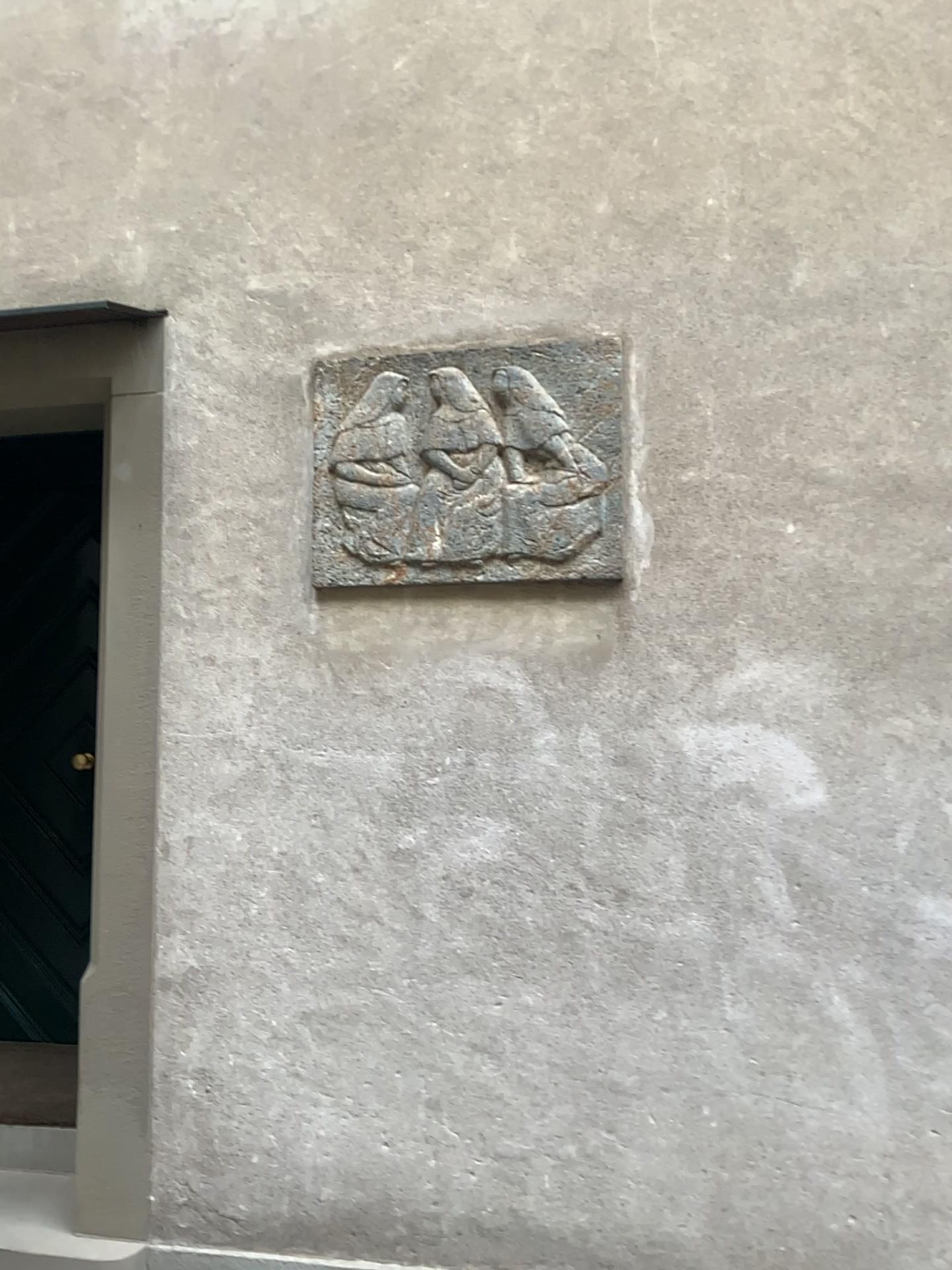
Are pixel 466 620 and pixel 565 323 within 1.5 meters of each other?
yes

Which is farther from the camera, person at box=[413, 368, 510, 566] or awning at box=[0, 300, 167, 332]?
awning at box=[0, 300, 167, 332]

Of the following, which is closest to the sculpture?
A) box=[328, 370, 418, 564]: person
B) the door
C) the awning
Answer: box=[328, 370, 418, 564]: person

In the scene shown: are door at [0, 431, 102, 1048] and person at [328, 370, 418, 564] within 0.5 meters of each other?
no

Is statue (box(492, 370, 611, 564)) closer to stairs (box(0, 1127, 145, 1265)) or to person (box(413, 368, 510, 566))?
person (box(413, 368, 510, 566))

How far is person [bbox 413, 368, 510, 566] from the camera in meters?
2.5 m

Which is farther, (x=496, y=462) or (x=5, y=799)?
(x=5, y=799)

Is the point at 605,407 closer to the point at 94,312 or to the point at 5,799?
the point at 94,312

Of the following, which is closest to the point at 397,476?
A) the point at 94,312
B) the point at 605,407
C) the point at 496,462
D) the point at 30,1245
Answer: the point at 496,462

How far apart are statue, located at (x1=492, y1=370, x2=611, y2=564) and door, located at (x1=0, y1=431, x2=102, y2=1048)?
2.01m
